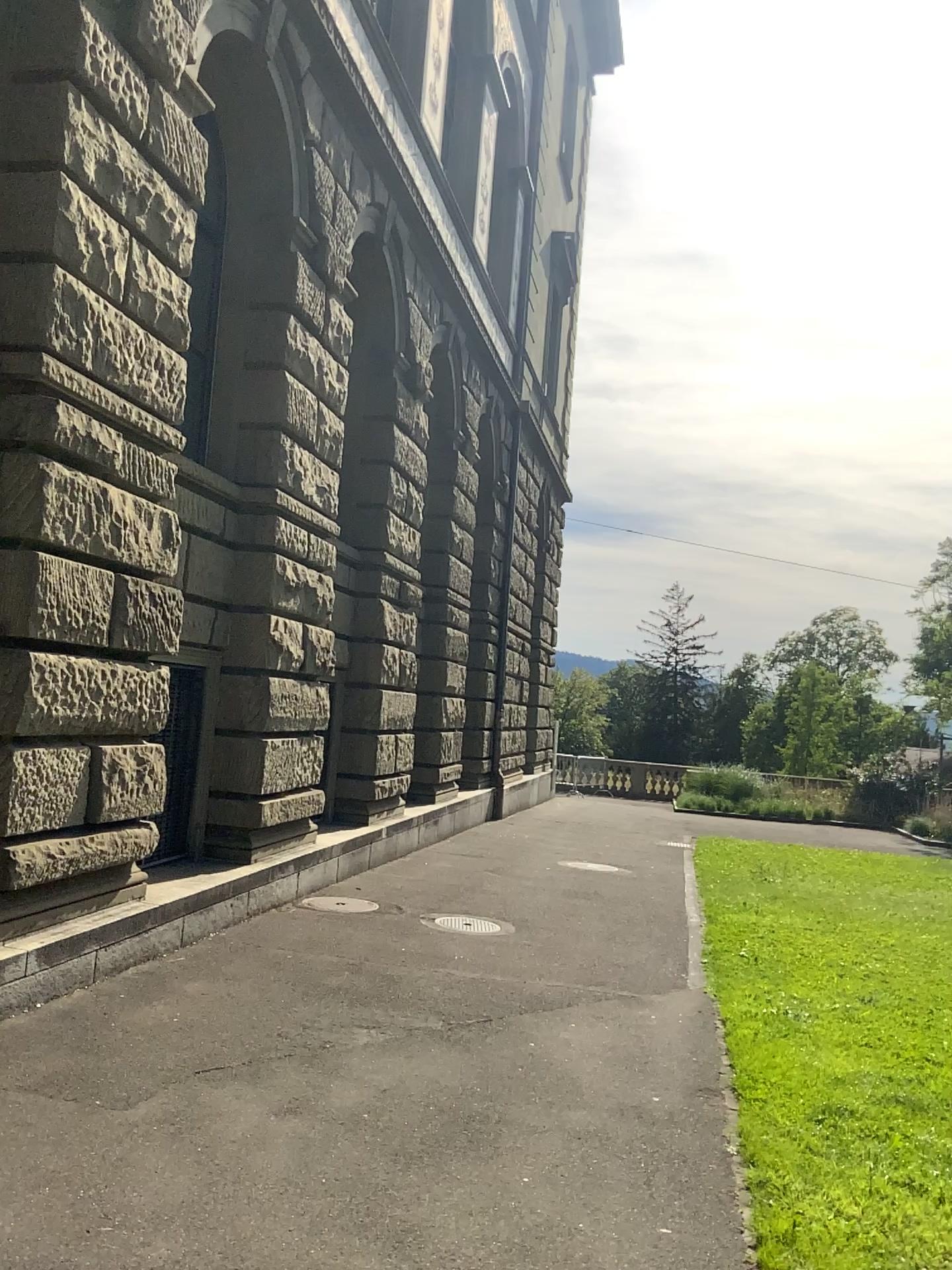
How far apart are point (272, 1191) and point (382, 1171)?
0.4 meters
